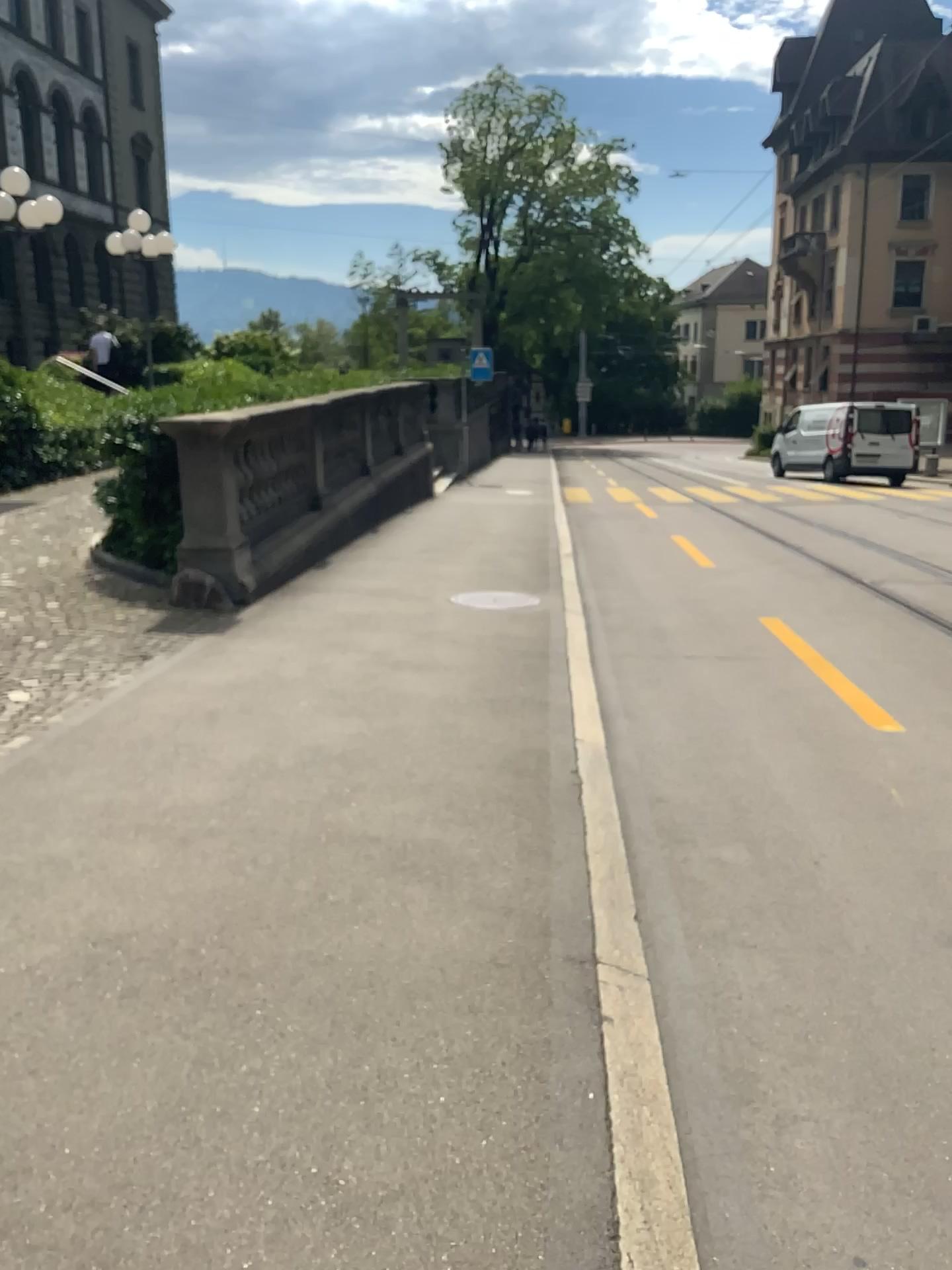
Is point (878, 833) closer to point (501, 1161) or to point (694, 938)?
point (694, 938)
